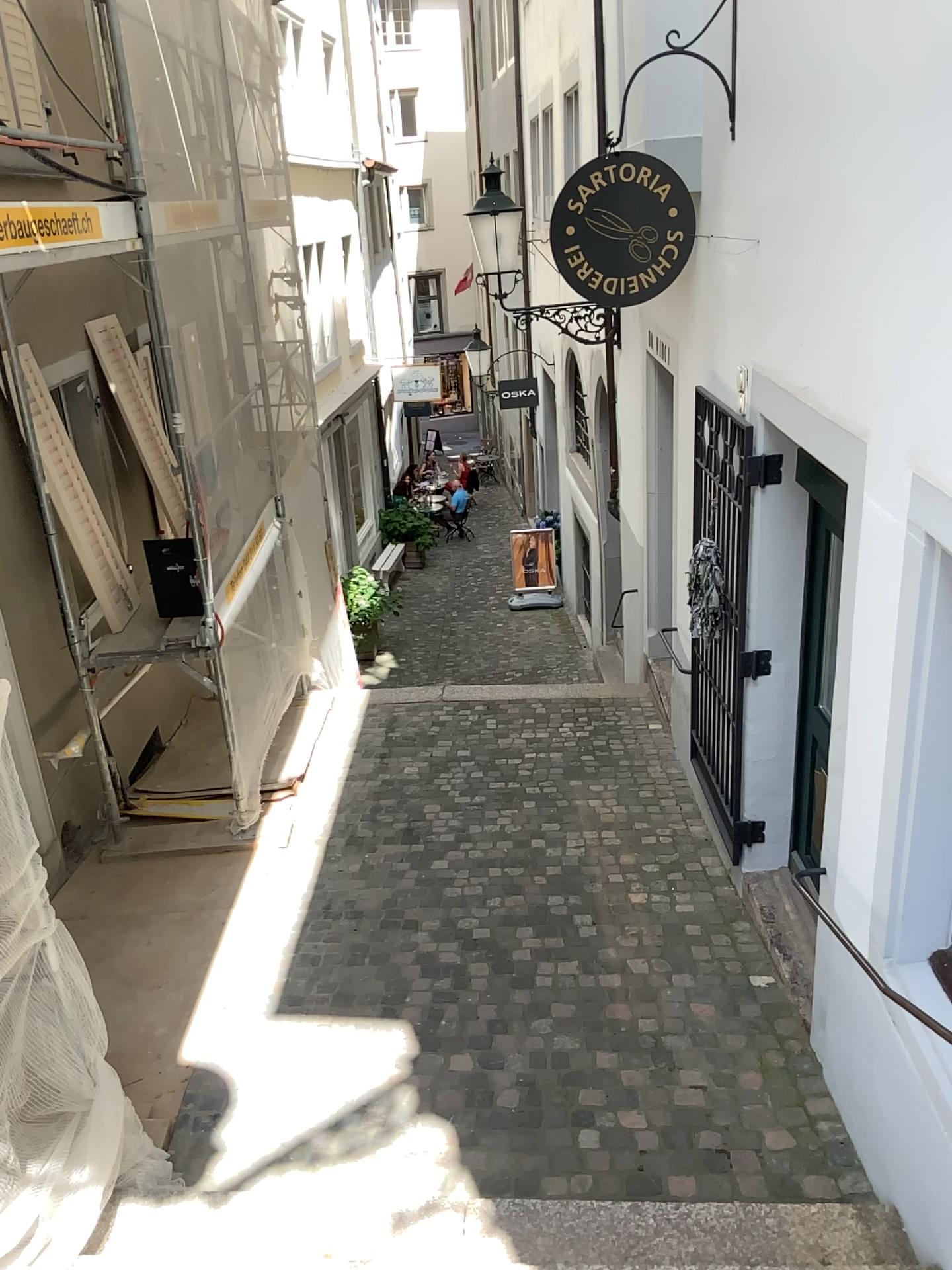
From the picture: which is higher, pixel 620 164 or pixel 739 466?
pixel 620 164

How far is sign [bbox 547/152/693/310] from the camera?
4.30m

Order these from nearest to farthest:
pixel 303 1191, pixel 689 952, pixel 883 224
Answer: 1. pixel 883 224
2. pixel 303 1191
3. pixel 689 952

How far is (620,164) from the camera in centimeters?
430cm

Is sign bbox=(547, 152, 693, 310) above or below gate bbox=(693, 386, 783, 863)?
above
